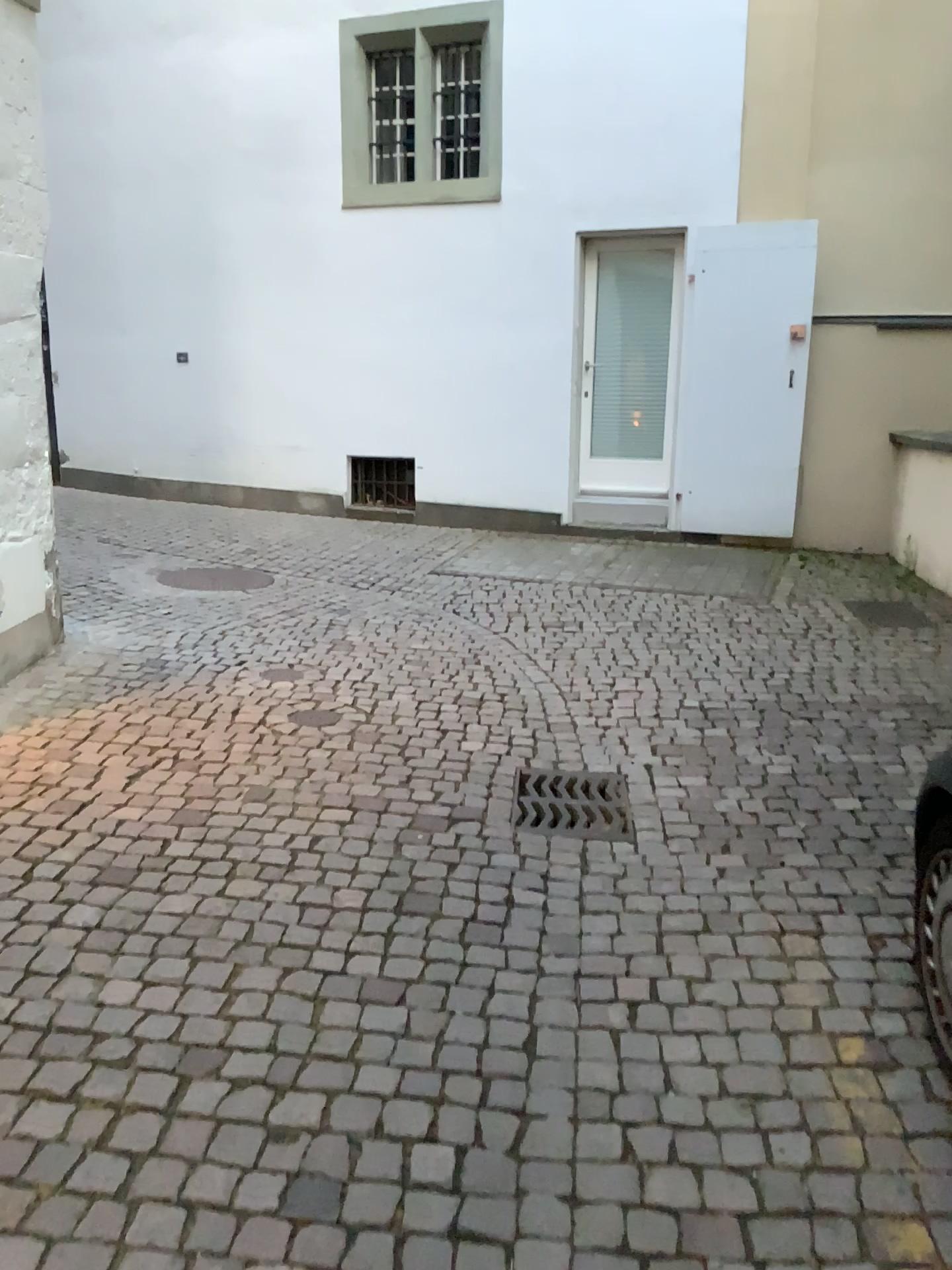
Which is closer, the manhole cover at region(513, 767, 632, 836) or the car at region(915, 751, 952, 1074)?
the car at region(915, 751, 952, 1074)

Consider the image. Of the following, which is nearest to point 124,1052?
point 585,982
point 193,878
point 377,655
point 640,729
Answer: point 193,878

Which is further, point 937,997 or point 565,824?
point 565,824
